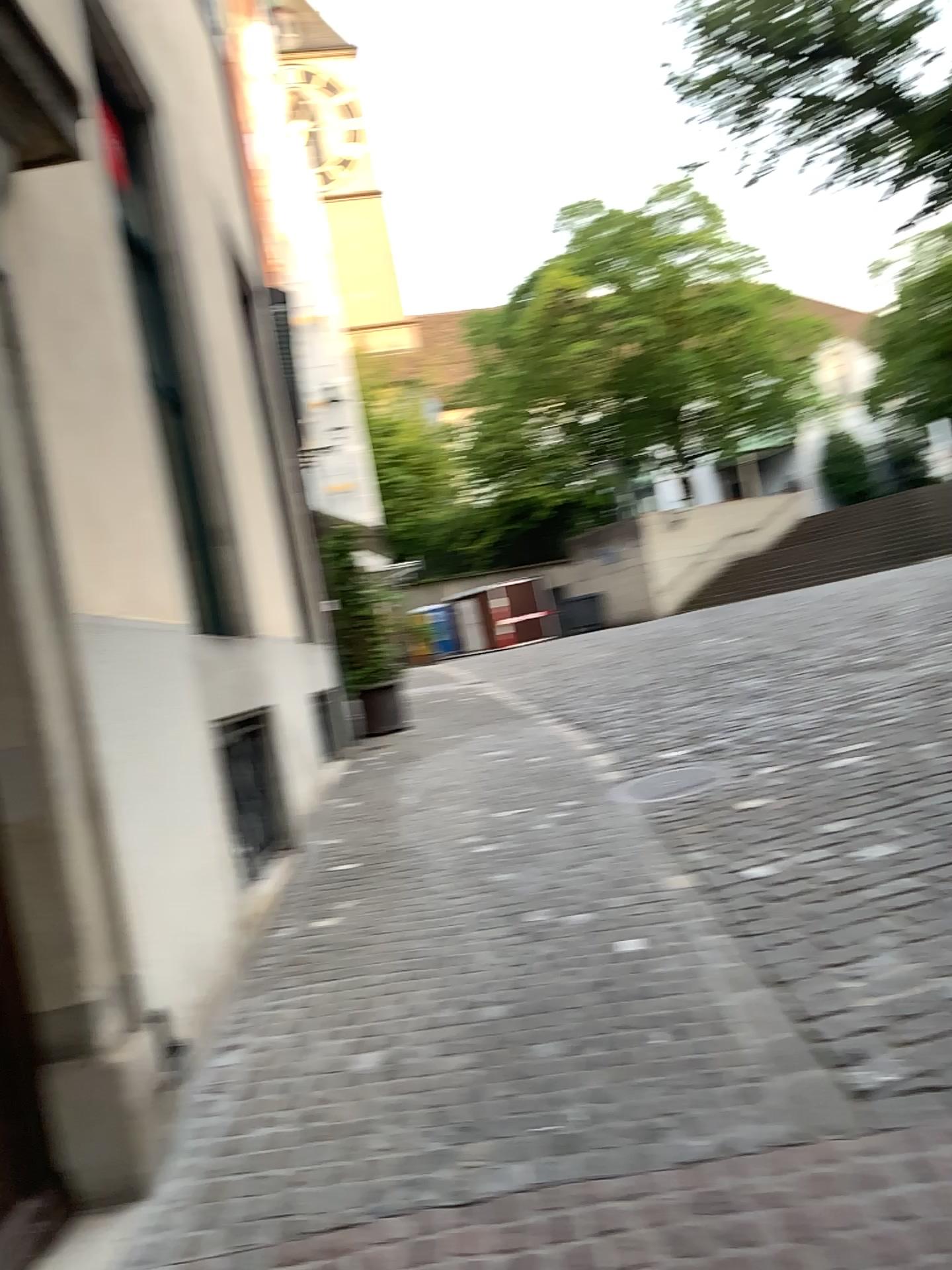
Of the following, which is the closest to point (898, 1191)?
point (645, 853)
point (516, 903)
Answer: point (516, 903)
